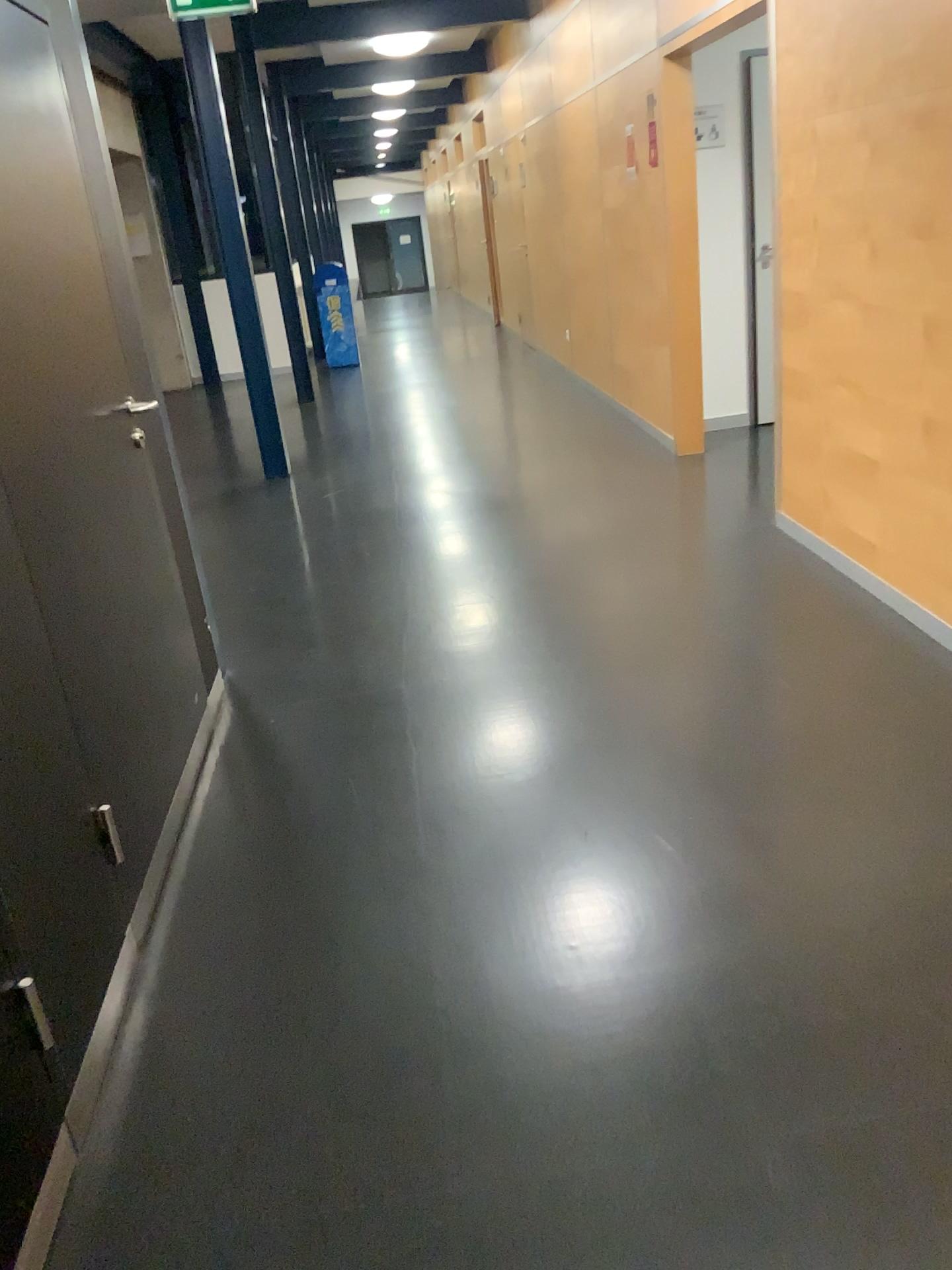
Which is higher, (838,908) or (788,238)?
(788,238)
